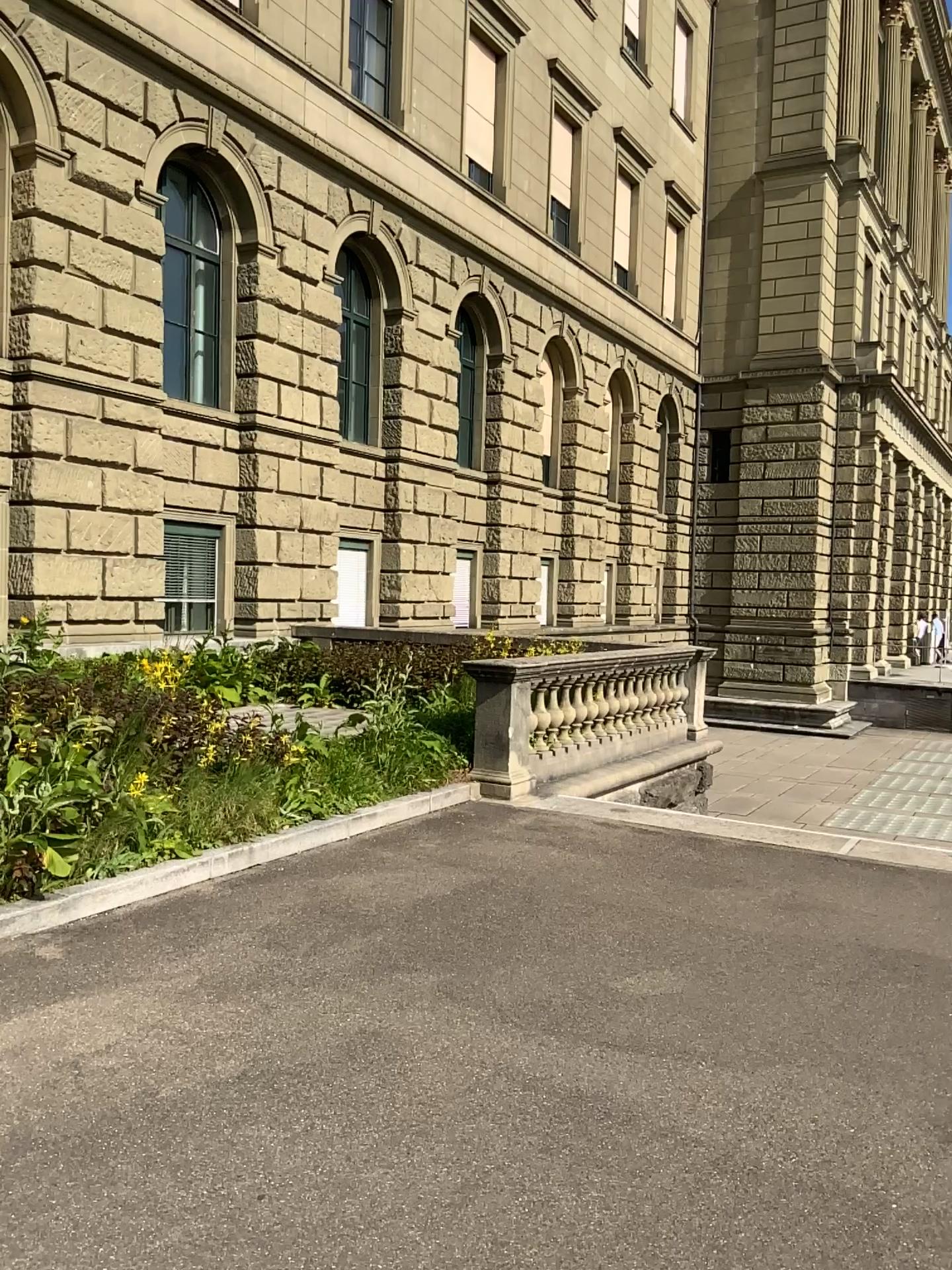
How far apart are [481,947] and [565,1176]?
1.97m
